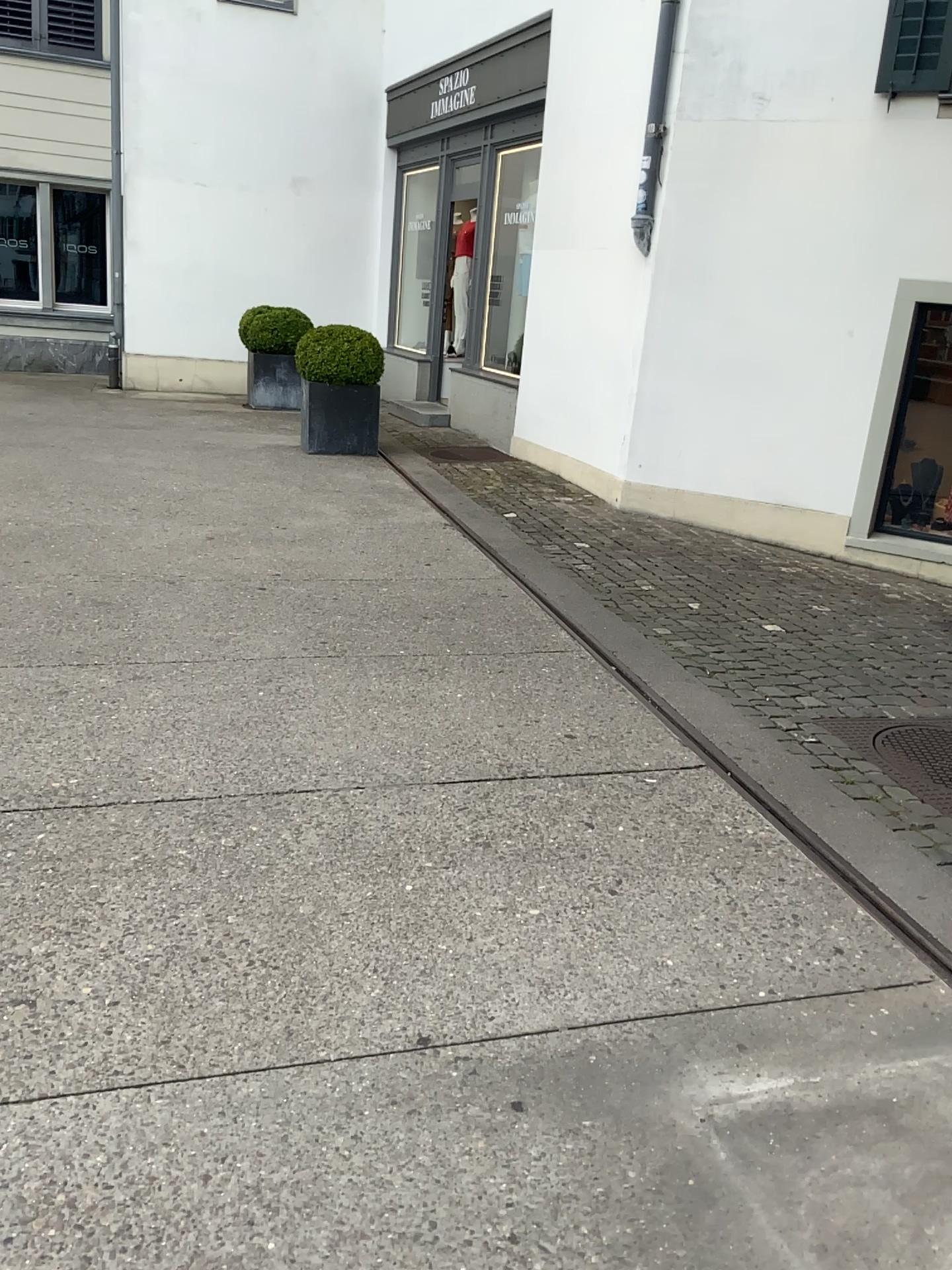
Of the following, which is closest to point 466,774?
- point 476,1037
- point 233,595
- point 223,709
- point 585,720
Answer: point 585,720
